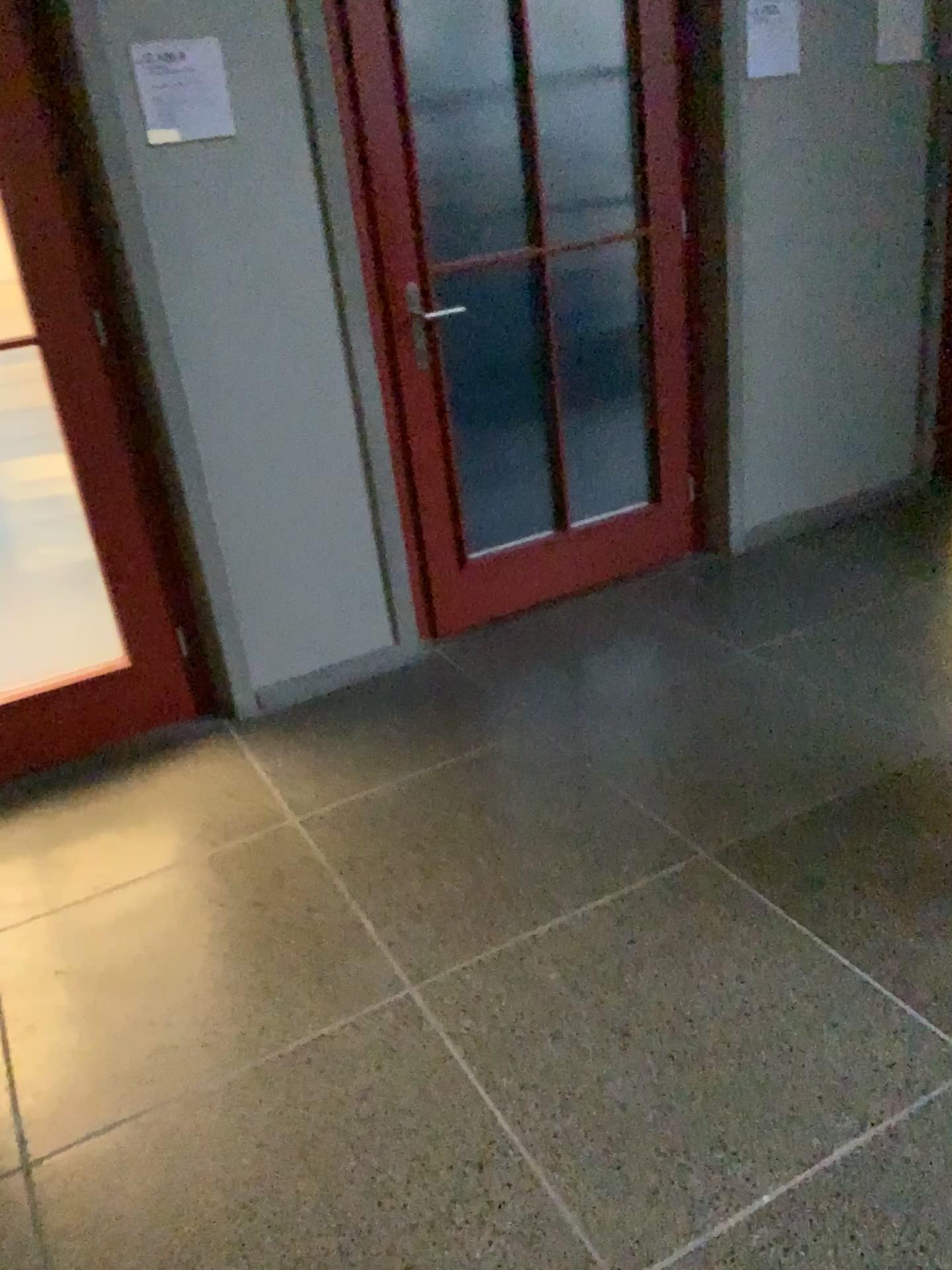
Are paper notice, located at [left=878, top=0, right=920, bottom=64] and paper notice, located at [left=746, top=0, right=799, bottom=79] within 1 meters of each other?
yes

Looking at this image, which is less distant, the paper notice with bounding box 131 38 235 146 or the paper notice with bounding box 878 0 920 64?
the paper notice with bounding box 131 38 235 146

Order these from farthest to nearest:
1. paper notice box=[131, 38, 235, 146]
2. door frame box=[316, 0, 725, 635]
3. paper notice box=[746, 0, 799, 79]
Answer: paper notice box=[746, 0, 799, 79]
door frame box=[316, 0, 725, 635]
paper notice box=[131, 38, 235, 146]

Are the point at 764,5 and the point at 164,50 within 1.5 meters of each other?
no

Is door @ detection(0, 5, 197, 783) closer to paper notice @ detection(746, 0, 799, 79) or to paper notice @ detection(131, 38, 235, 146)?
paper notice @ detection(131, 38, 235, 146)

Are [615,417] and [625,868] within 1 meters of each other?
no

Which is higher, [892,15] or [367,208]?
[892,15]

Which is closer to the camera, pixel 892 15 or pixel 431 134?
pixel 431 134

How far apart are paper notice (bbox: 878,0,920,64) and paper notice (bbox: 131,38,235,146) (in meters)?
2.21

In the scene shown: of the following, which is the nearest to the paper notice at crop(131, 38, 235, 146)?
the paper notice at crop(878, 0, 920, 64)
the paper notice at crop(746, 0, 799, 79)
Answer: the paper notice at crop(746, 0, 799, 79)
